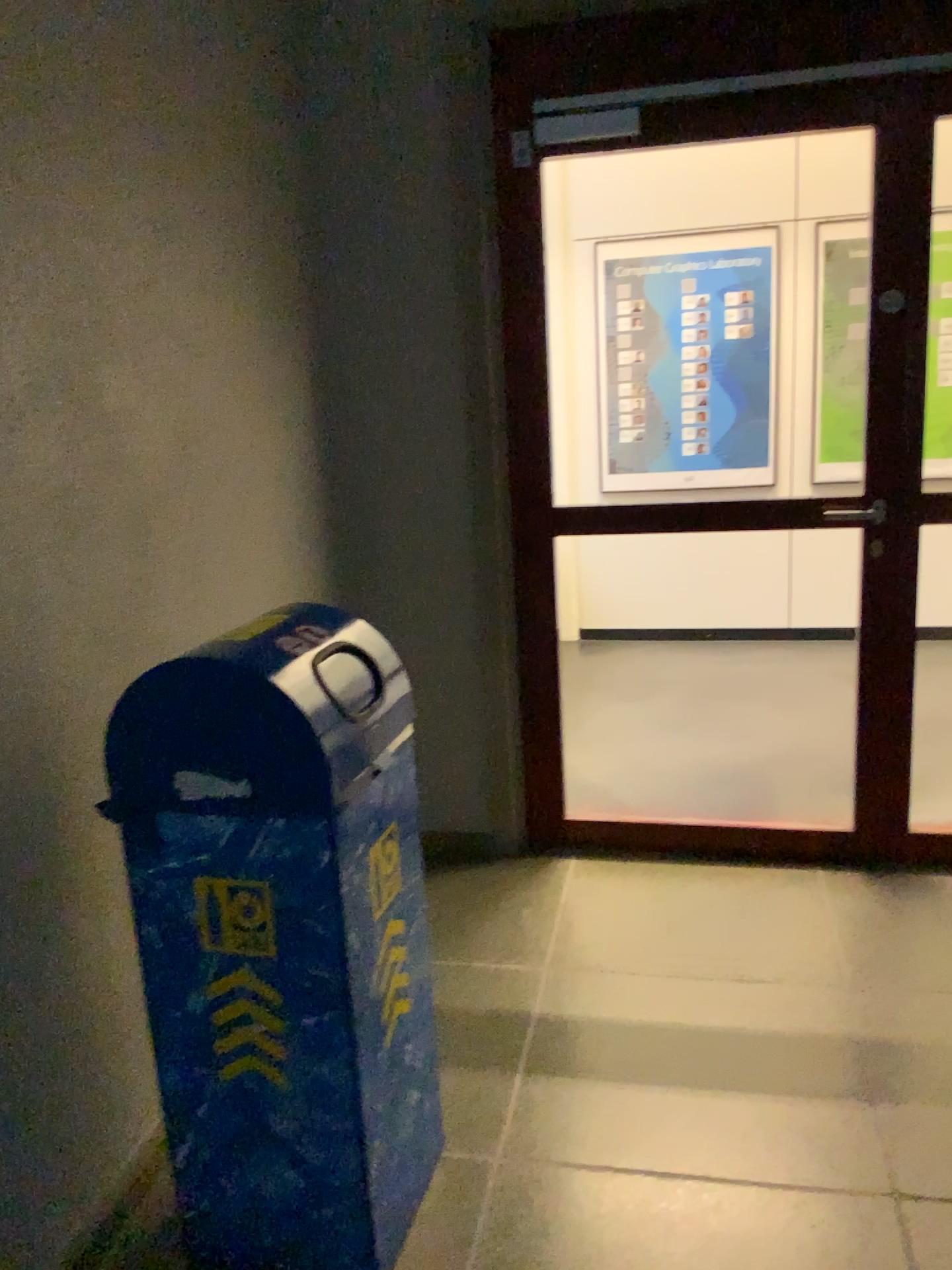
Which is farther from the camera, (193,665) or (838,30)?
(838,30)

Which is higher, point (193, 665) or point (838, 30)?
point (838, 30)

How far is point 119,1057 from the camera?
1.9 meters

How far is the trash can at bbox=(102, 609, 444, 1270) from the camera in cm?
156

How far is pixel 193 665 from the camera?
1.56m

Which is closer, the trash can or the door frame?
the trash can
